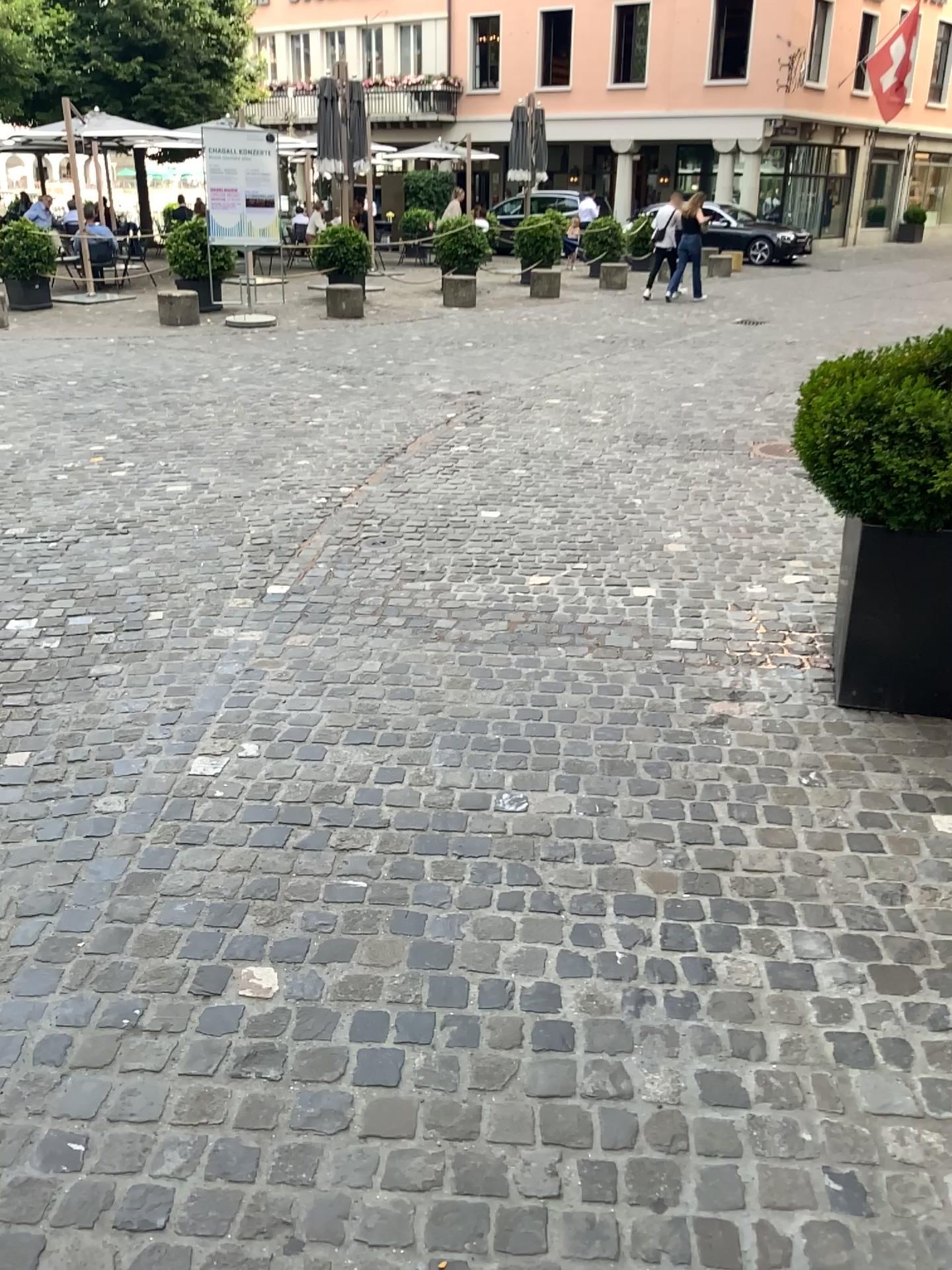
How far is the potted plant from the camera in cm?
300

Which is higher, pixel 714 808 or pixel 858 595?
pixel 858 595

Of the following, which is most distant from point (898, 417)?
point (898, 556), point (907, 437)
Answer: point (898, 556)

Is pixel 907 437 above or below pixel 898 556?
above

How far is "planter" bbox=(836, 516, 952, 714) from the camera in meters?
3.1 m

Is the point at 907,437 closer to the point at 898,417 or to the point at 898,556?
the point at 898,417

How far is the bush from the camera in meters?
3.0
